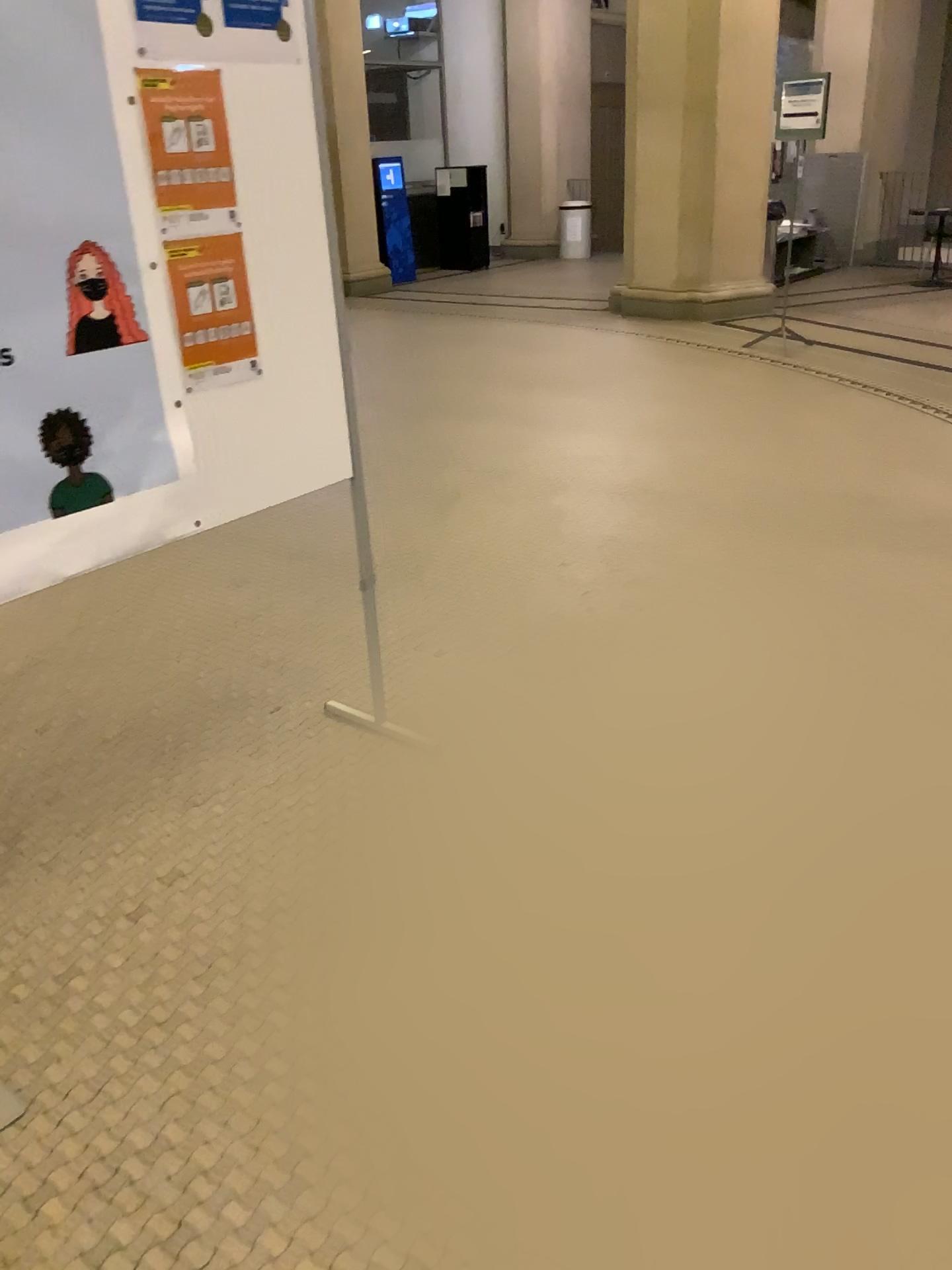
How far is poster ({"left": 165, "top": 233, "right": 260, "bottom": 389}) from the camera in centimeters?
212cm

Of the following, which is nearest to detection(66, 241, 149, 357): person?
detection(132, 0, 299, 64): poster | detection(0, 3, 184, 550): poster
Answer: detection(0, 3, 184, 550): poster

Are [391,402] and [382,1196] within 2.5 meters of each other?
no

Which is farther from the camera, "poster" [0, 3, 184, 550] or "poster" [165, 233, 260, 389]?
"poster" [165, 233, 260, 389]

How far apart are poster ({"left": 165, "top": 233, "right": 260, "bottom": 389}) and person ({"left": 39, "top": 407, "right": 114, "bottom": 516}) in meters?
0.3

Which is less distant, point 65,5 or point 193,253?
point 65,5

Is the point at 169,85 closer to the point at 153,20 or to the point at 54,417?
the point at 153,20

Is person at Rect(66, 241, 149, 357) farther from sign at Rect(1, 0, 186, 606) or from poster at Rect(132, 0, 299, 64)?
poster at Rect(132, 0, 299, 64)

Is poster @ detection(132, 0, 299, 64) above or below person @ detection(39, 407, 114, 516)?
above

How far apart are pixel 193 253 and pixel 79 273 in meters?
0.3 m
